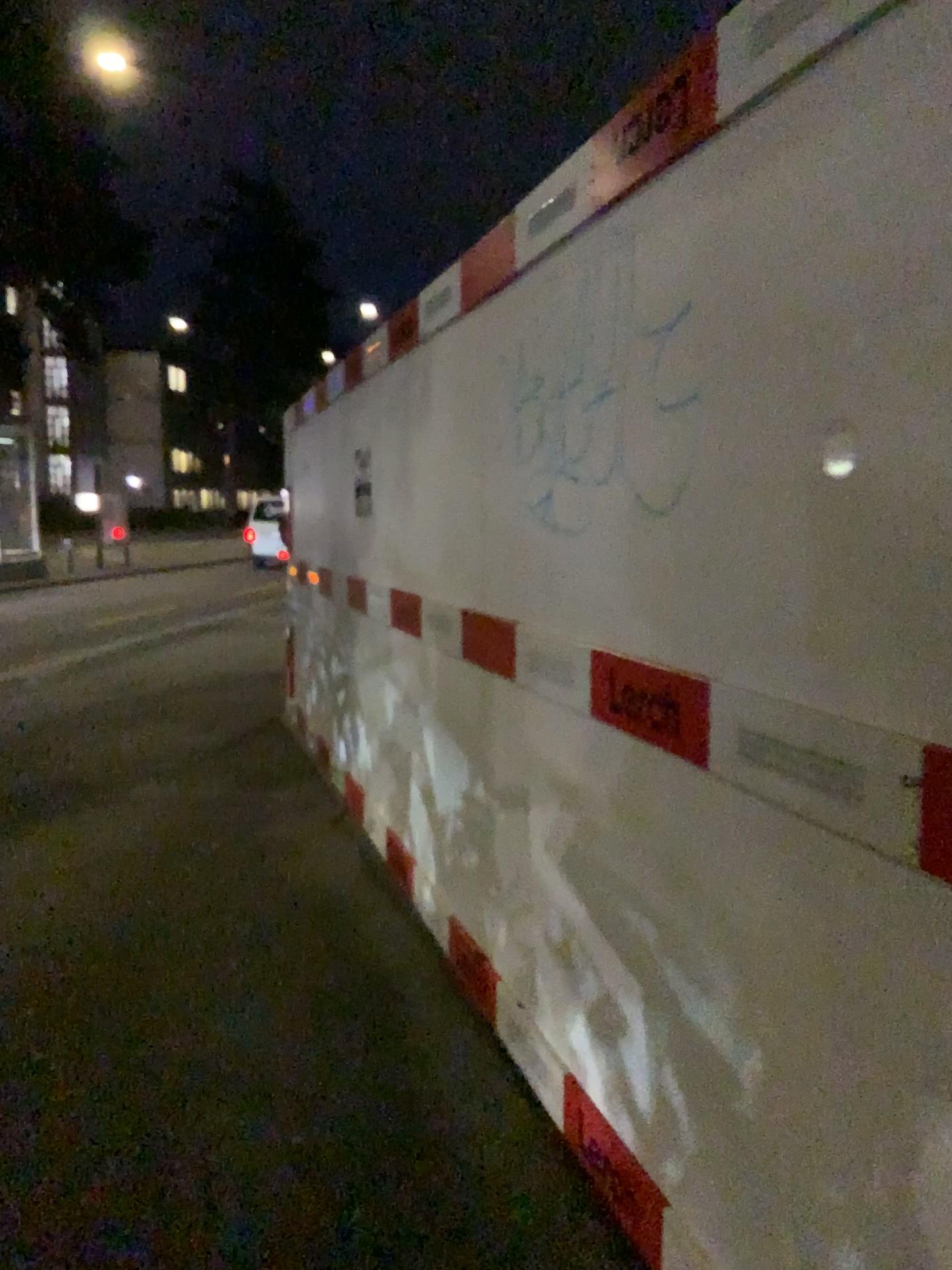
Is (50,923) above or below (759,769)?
below
